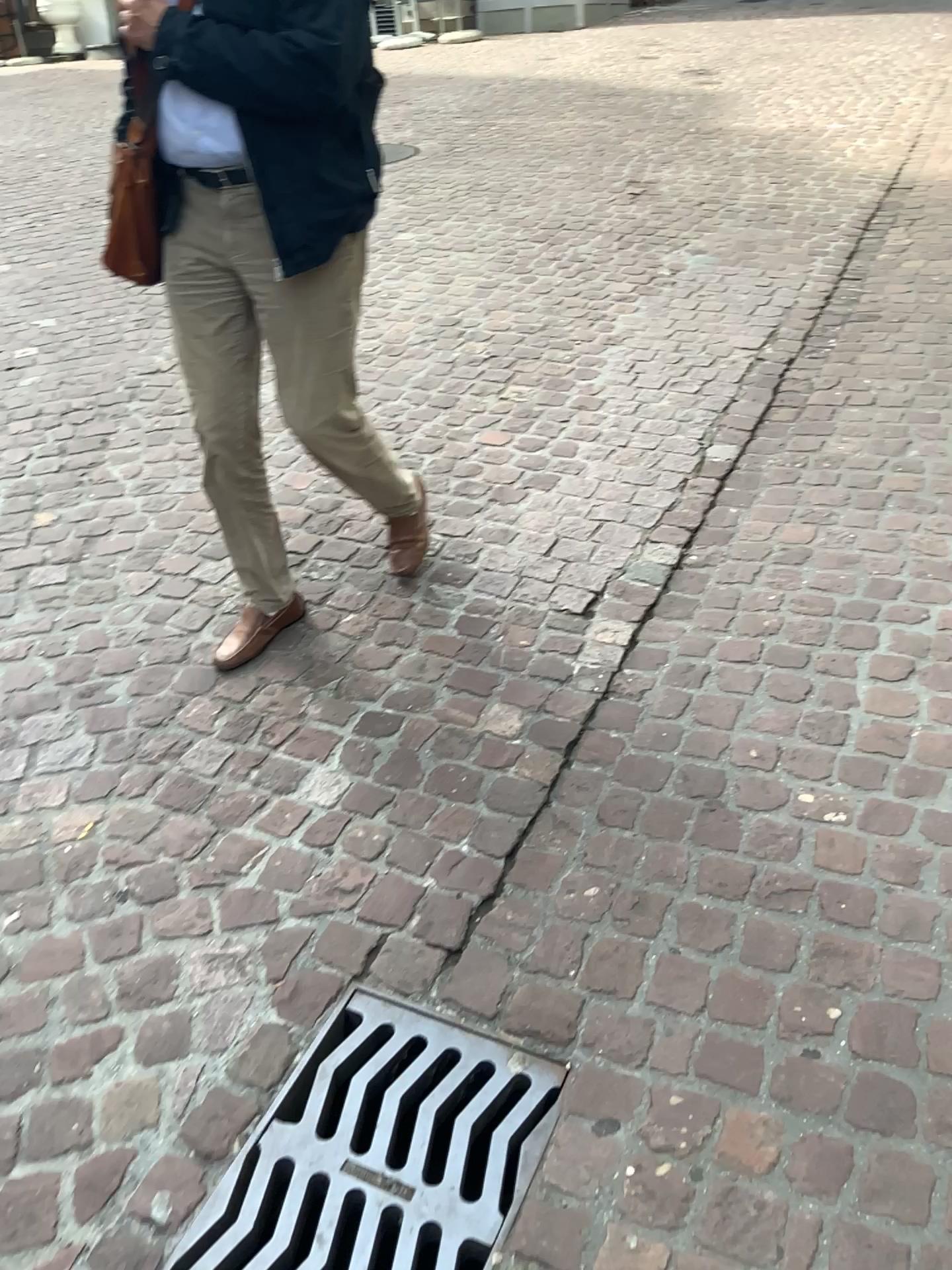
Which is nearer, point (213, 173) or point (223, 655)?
point (213, 173)

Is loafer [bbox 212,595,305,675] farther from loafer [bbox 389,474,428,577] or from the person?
loafer [bbox 389,474,428,577]

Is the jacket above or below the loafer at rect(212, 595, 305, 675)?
above

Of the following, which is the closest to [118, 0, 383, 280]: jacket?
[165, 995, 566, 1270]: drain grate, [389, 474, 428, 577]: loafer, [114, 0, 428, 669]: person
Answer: [114, 0, 428, 669]: person

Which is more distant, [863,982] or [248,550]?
[248,550]

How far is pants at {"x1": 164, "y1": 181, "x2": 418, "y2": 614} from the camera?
2.1m

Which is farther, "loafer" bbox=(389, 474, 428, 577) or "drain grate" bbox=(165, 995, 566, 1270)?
"loafer" bbox=(389, 474, 428, 577)

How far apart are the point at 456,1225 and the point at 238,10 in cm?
194

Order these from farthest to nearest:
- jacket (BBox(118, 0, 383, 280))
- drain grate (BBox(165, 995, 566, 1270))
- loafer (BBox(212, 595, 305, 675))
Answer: loafer (BBox(212, 595, 305, 675)), jacket (BBox(118, 0, 383, 280)), drain grate (BBox(165, 995, 566, 1270))

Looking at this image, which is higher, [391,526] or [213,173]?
[213,173]
